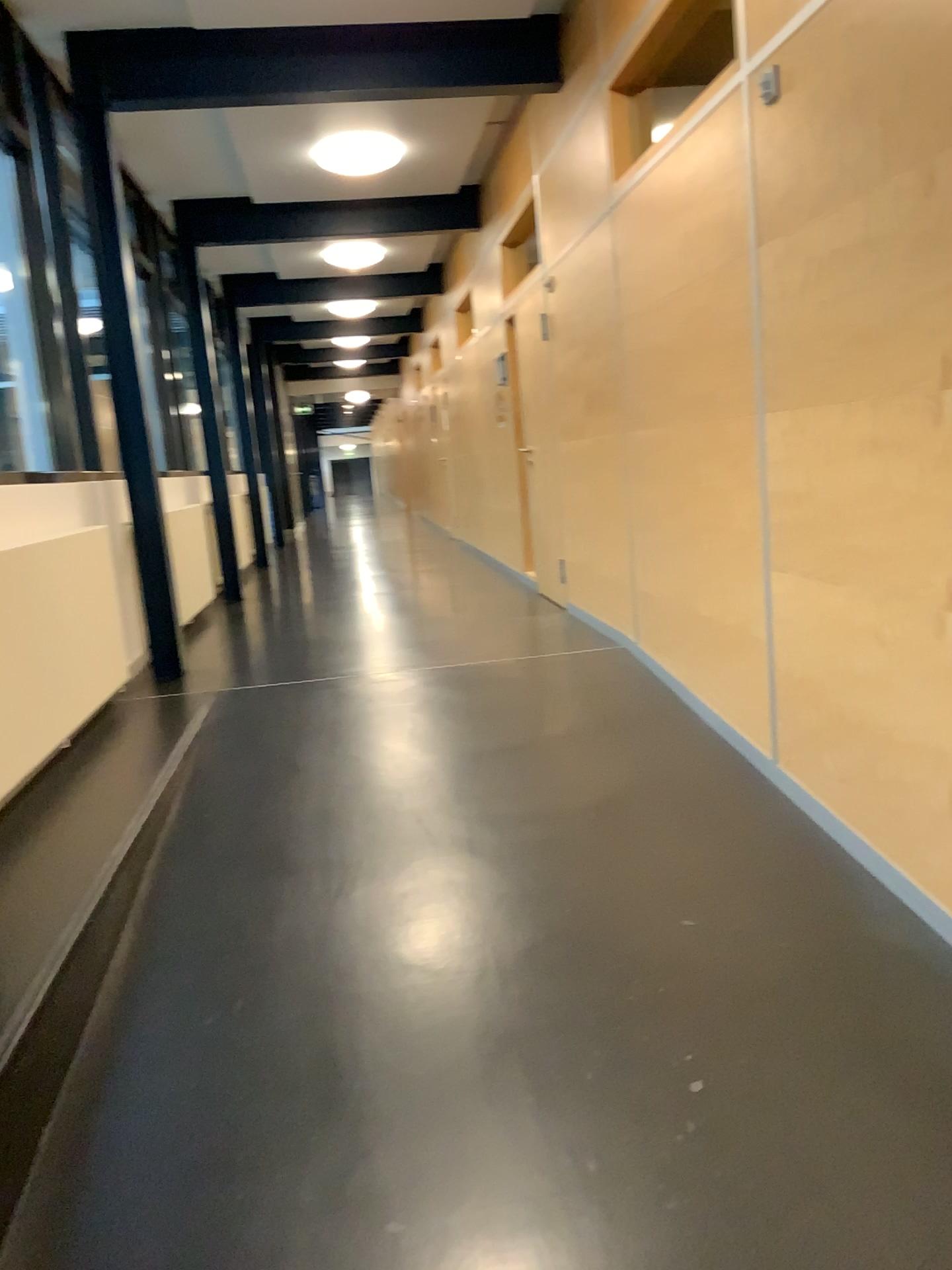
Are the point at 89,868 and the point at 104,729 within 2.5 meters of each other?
yes
